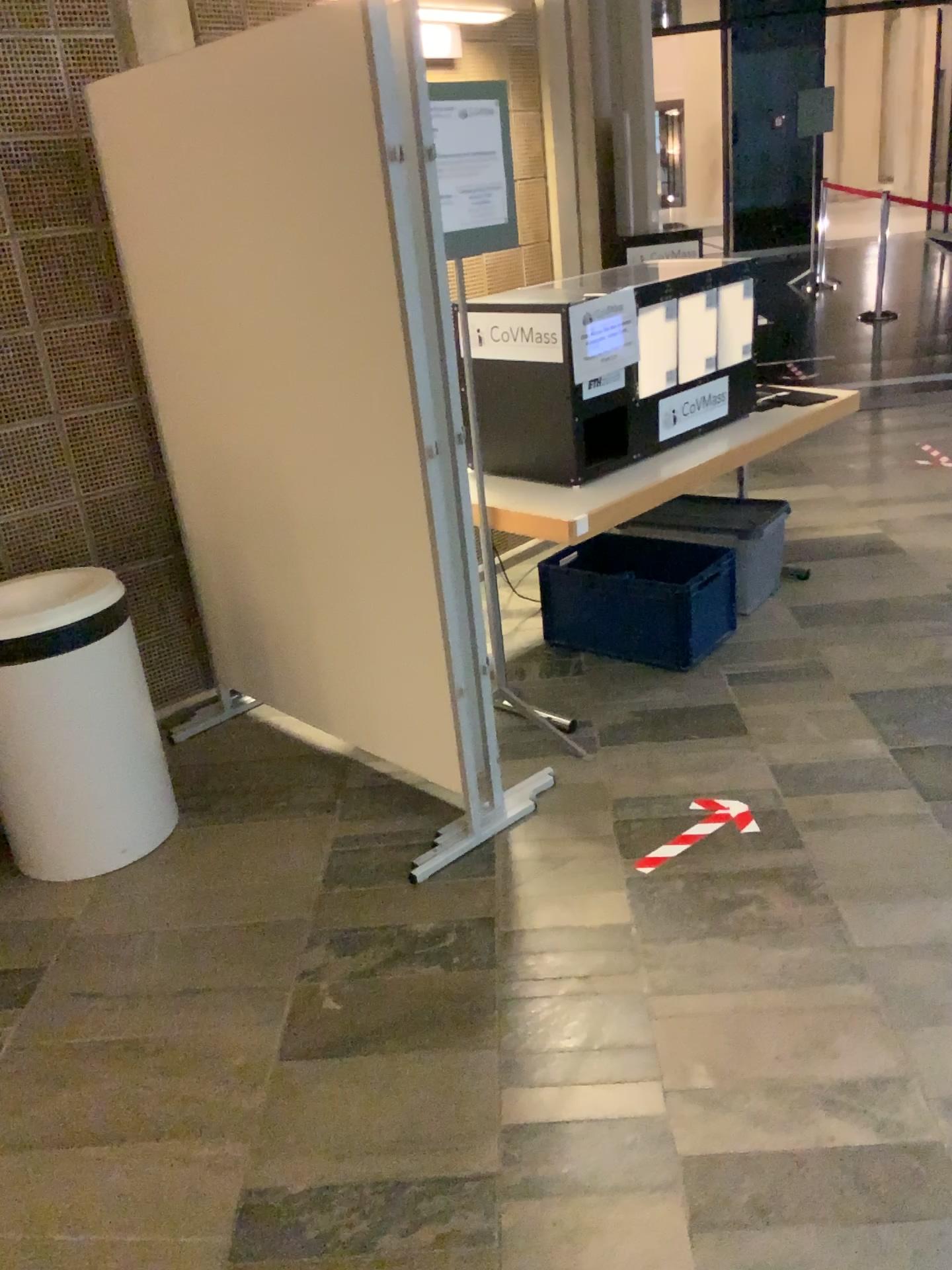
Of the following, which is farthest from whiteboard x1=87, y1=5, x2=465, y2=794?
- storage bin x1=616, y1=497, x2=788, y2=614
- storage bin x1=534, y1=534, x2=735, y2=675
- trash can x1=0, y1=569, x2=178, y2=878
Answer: storage bin x1=616, y1=497, x2=788, y2=614

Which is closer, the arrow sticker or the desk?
the arrow sticker

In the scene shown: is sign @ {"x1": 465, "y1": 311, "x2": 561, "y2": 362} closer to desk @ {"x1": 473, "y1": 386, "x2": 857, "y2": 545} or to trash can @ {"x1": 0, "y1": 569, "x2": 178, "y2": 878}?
desk @ {"x1": 473, "y1": 386, "x2": 857, "y2": 545}

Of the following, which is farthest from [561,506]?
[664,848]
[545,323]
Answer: [664,848]

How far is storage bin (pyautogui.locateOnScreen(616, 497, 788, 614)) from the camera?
3.94m

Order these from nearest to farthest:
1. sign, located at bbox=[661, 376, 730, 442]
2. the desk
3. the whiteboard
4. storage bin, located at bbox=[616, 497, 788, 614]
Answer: the whiteboard, the desk, sign, located at bbox=[661, 376, 730, 442], storage bin, located at bbox=[616, 497, 788, 614]

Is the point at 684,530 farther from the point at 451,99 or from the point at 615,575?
the point at 451,99

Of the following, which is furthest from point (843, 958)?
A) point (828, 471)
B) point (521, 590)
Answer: point (828, 471)

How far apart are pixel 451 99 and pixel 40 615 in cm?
164

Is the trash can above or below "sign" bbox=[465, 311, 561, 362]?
below
